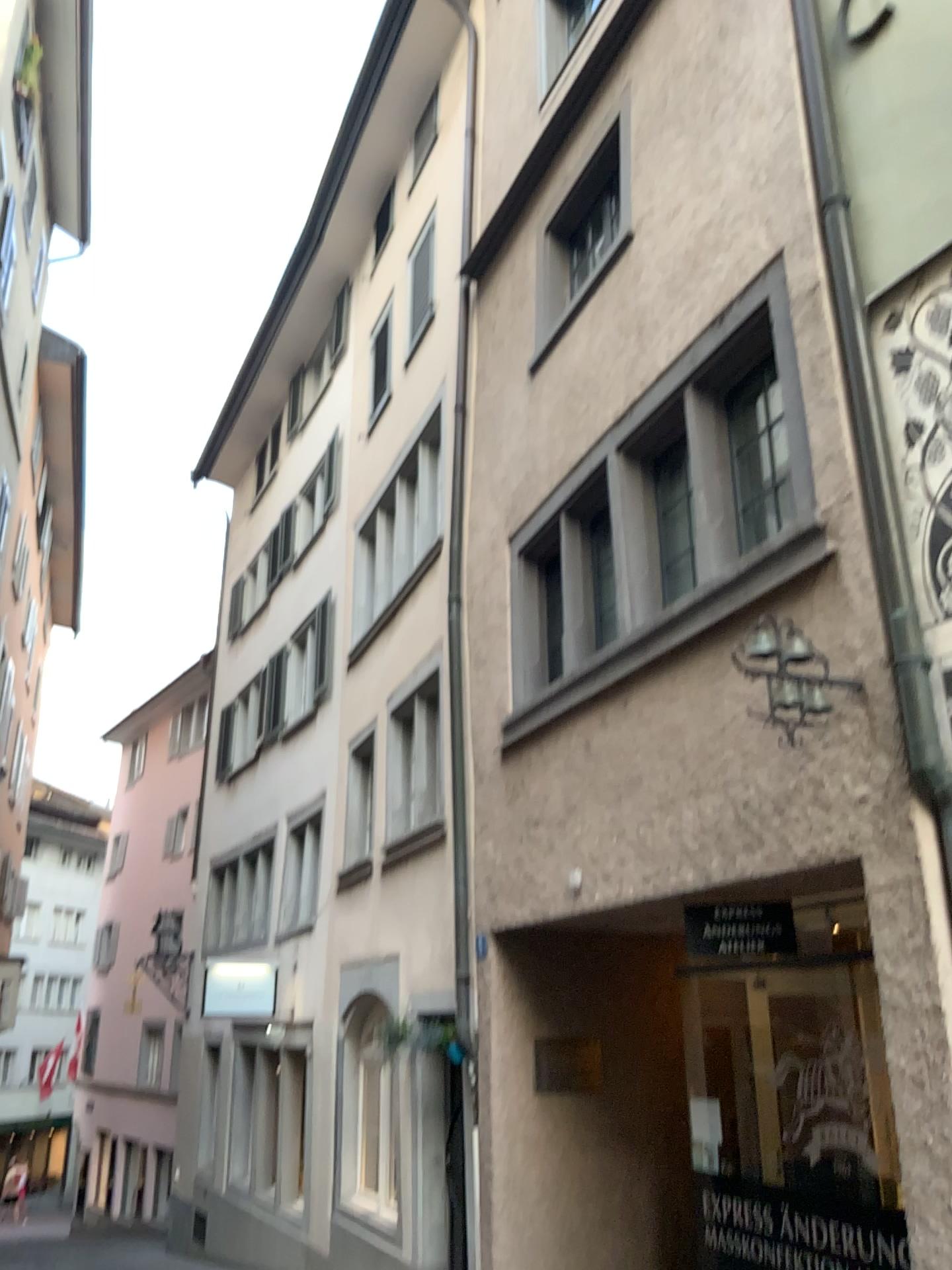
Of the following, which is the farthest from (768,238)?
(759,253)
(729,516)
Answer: (729,516)
